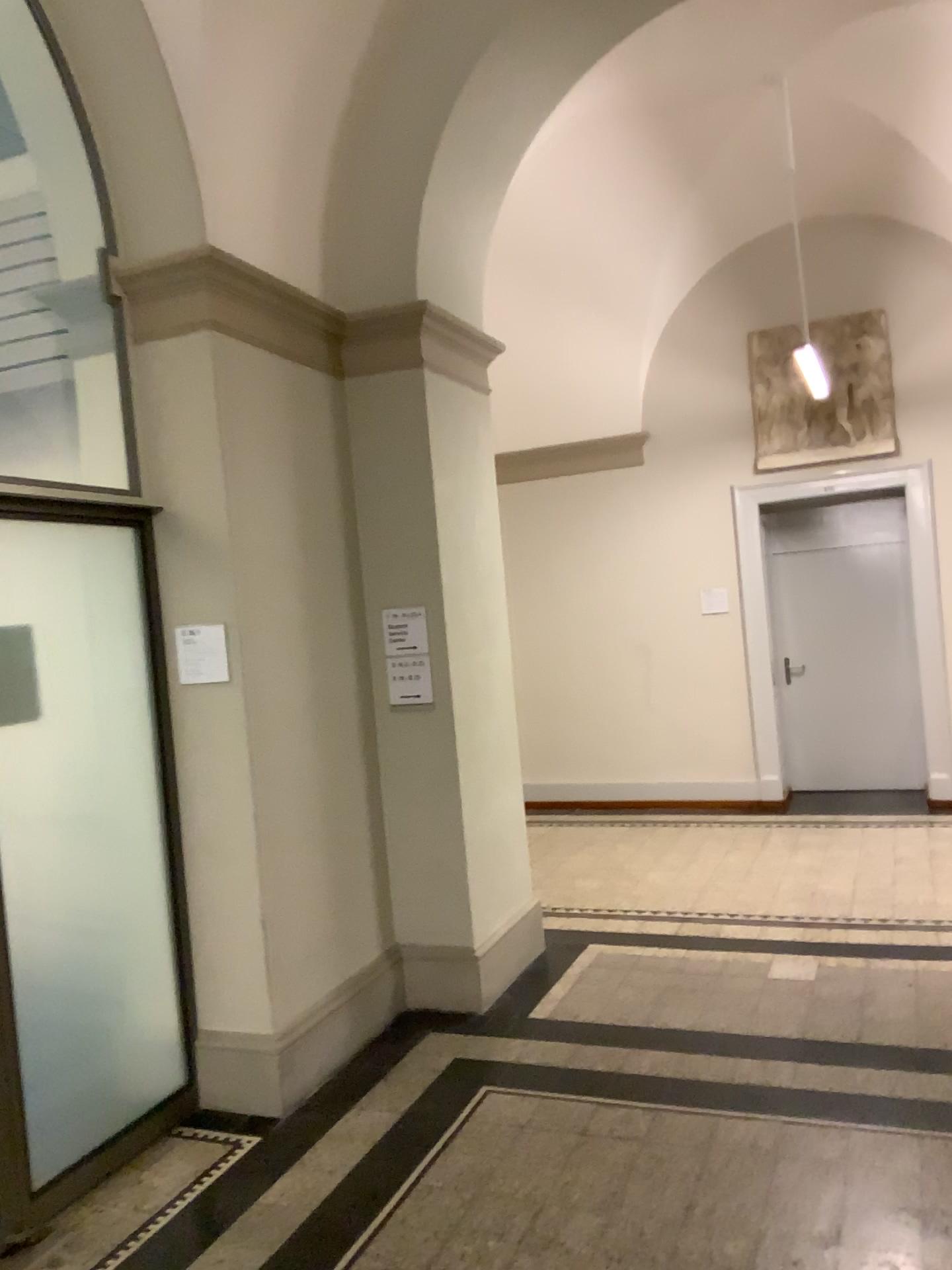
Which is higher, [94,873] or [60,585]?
[60,585]

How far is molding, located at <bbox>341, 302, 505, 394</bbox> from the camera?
4.46m

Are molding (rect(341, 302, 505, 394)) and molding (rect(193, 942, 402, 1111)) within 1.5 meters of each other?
no

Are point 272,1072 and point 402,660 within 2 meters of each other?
yes

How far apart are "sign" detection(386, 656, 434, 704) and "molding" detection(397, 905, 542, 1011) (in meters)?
1.10

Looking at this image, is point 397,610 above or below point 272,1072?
above

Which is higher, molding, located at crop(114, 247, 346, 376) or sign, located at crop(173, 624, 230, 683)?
molding, located at crop(114, 247, 346, 376)

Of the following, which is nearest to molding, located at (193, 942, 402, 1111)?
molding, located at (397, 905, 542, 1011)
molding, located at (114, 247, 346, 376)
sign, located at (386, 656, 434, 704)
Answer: molding, located at (397, 905, 542, 1011)

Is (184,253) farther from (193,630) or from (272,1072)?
(272,1072)

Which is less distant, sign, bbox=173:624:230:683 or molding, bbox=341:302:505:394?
sign, bbox=173:624:230:683
